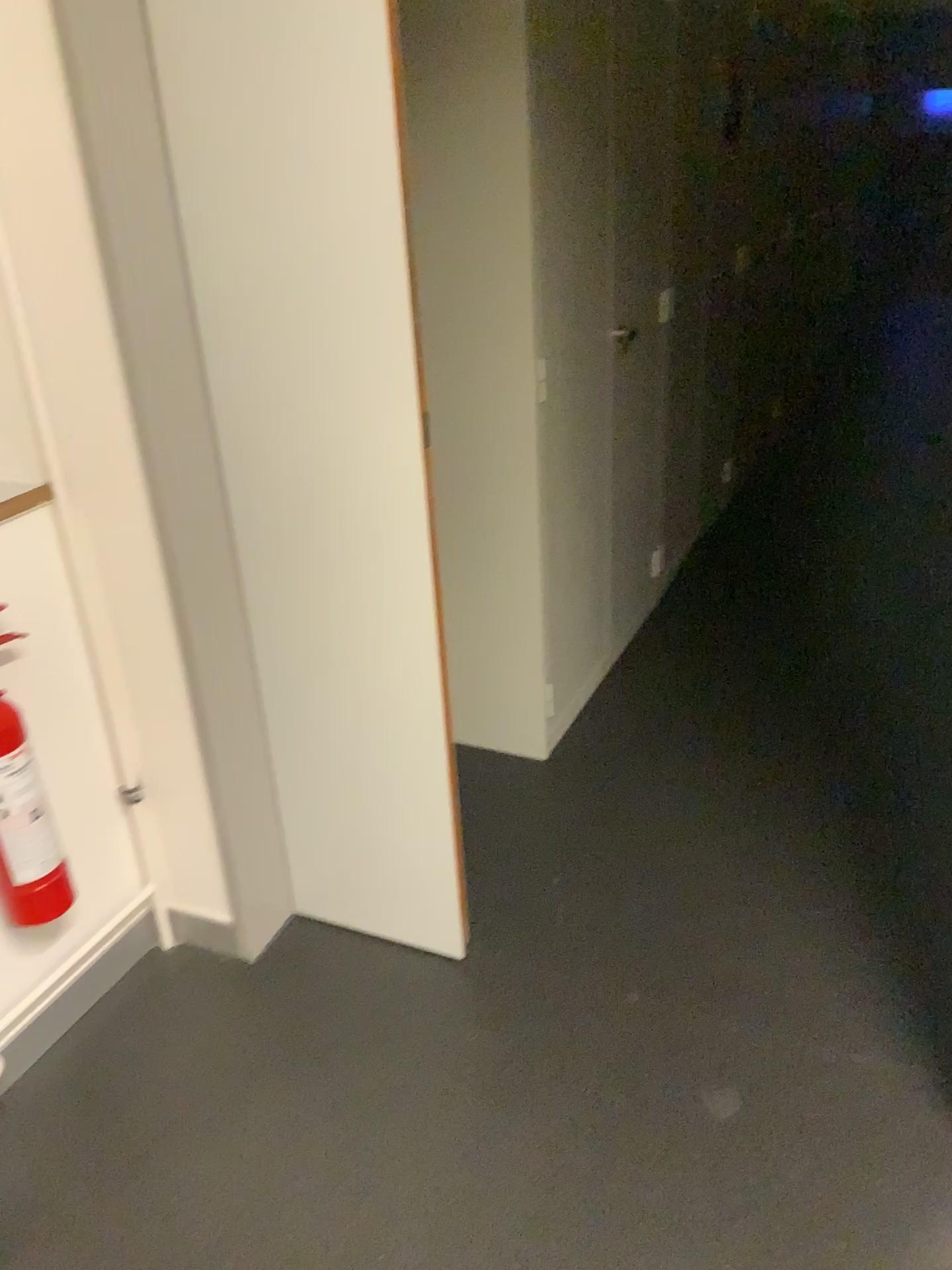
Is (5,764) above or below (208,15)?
below

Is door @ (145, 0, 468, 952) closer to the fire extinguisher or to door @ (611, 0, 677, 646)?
the fire extinguisher

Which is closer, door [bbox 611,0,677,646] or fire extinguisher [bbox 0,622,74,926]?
fire extinguisher [bbox 0,622,74,926]

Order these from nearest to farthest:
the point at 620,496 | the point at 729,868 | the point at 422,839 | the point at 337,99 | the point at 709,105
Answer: the point at 337,99, the point at 422,839, the point at 729,868, the point at 620,496, the point at 709,105

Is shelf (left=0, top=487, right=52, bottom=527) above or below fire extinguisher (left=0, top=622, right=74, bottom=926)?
above

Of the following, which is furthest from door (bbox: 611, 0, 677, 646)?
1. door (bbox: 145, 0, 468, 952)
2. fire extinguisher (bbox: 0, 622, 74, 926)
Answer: fire extinguisher (bbox: 0, 622, 74, 926)

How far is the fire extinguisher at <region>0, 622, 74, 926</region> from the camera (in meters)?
1.64

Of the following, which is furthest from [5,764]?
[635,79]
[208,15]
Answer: [635,79]

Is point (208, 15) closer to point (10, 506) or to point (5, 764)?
point (10, 506)
